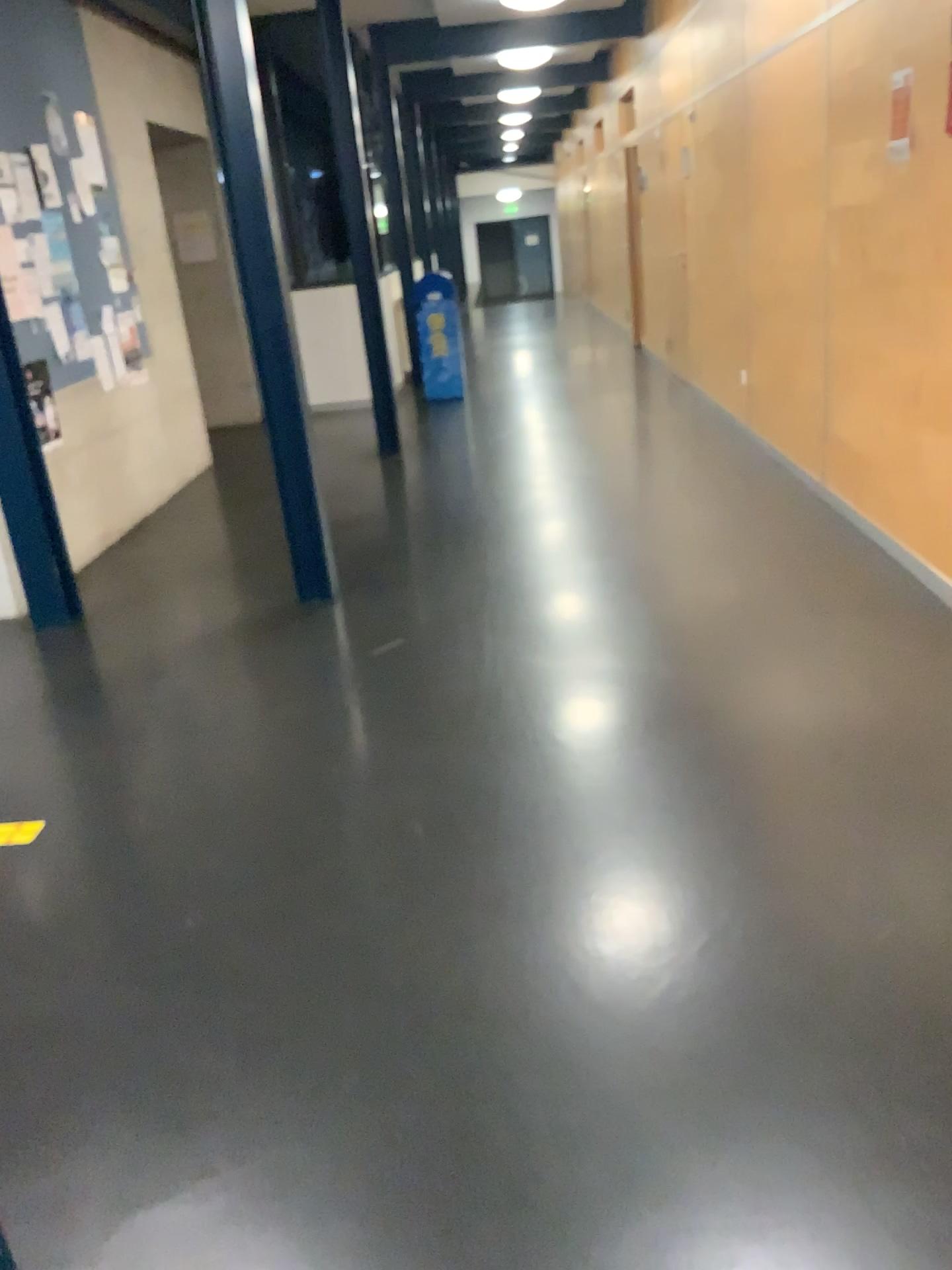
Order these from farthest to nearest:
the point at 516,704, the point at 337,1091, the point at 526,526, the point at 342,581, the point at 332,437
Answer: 1. the point at 332,437
2. the point at 526,526
3. the point at 342,581
4. the point at 516,704
5. the point at 337,1091
